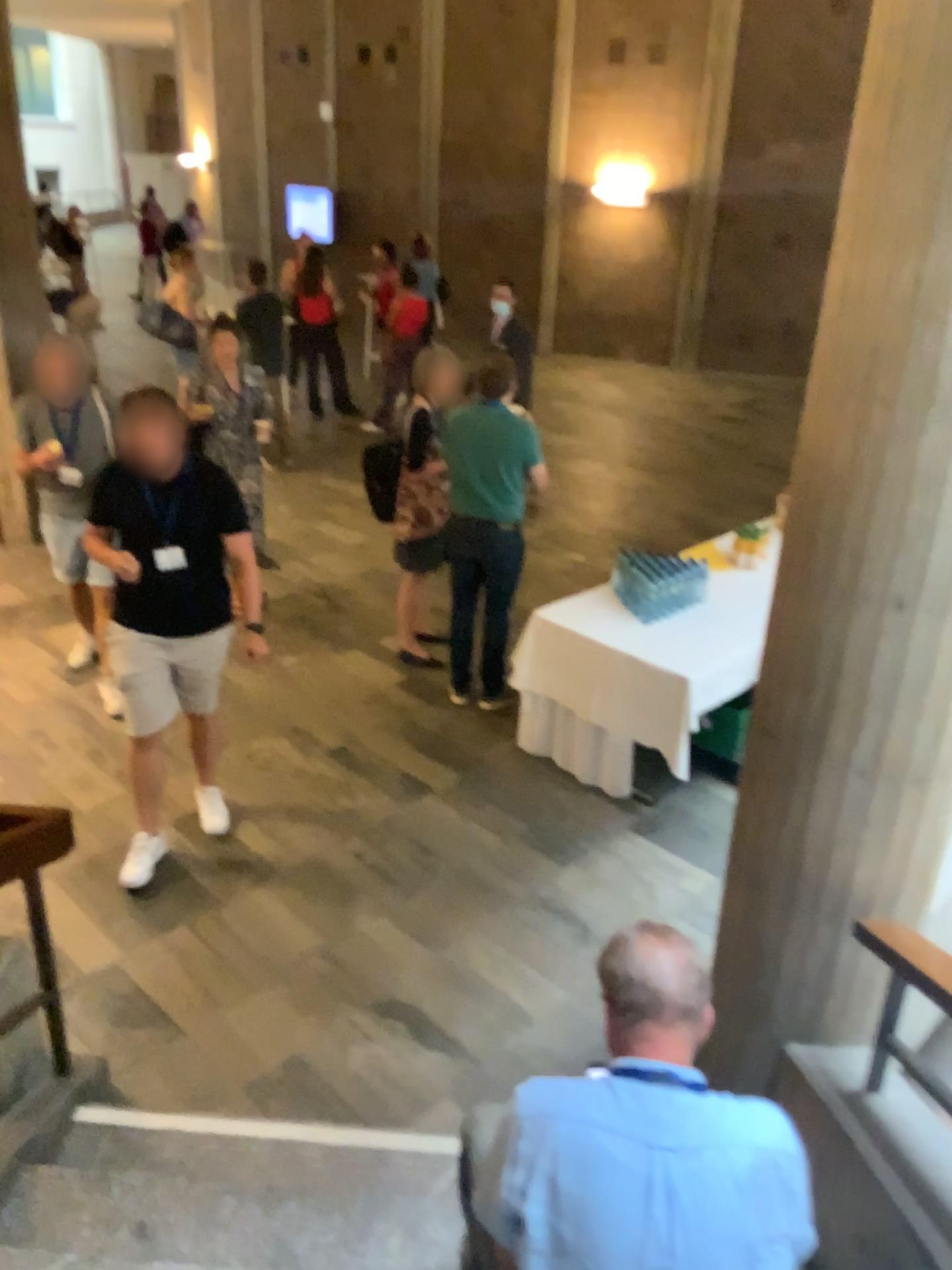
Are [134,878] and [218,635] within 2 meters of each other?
yes

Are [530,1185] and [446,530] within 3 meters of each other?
no

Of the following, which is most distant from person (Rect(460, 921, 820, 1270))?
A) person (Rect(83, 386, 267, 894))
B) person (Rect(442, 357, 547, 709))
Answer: person (Rect(442, 357, 547, 709))

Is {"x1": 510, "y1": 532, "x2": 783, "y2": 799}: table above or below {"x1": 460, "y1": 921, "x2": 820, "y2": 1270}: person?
below

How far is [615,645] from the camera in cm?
443

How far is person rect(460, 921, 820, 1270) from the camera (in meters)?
1.57

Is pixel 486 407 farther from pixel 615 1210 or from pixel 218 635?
pixel 615 1210

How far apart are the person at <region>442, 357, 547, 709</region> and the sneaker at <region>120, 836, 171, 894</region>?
1.7m

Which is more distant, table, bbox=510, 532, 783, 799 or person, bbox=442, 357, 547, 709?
person, bbox=442, 357, 547, 709

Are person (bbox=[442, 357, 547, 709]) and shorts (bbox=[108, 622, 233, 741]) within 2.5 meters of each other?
yes
